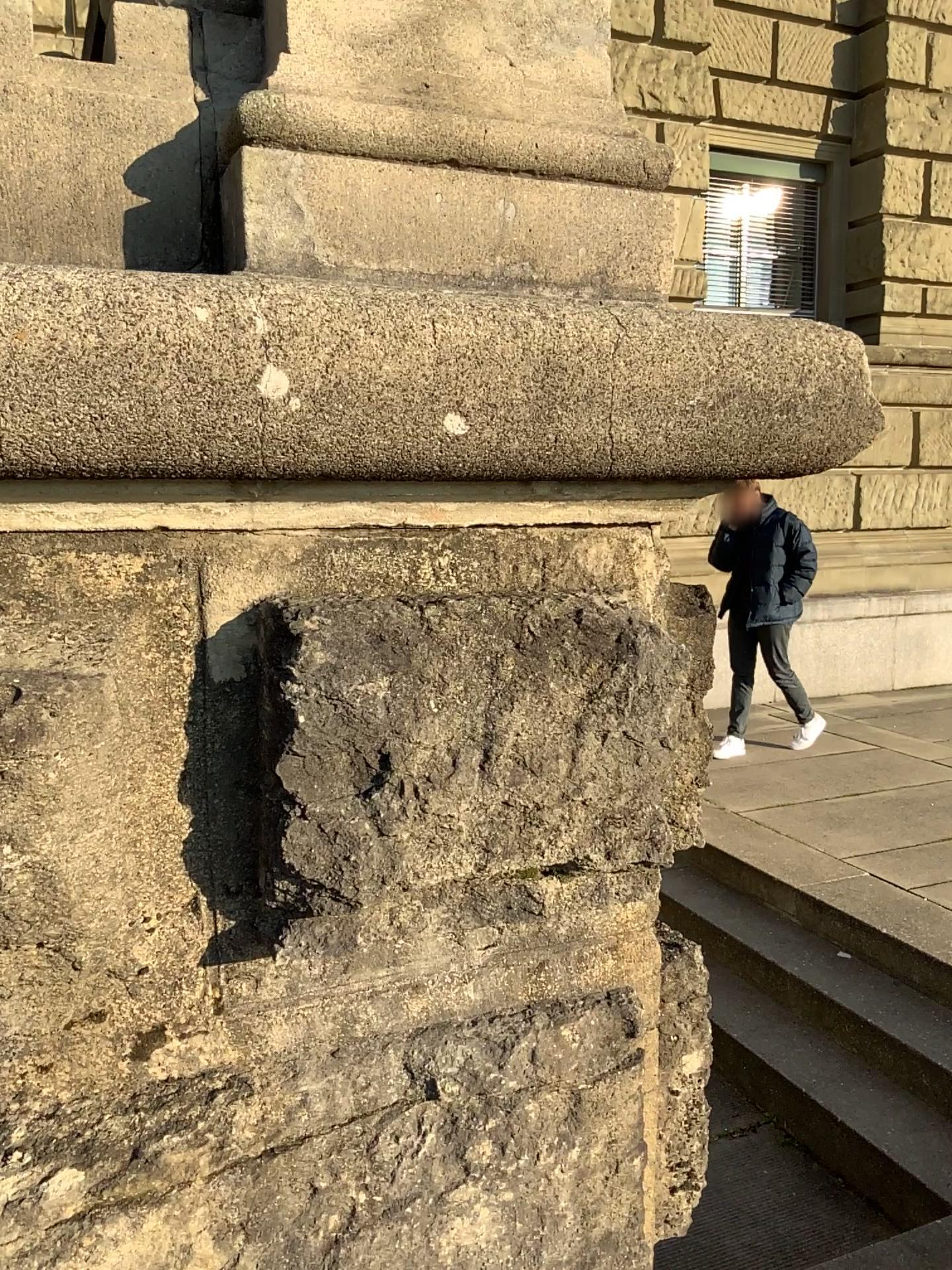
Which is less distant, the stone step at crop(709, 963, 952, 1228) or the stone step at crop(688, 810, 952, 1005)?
the stone step at crop(709, 963, 952, 1228)

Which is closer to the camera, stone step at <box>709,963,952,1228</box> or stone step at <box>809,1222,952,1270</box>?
stone step at <box>809,1222,952,1270</box>

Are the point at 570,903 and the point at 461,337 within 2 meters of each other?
yes

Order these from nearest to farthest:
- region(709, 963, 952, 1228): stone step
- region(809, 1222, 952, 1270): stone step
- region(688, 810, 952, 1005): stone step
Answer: region(809, 1222, 952, 1270): stone step < region(709, 963, 952, 1228): stone step < region(688, 810, 952, 1005): stone step

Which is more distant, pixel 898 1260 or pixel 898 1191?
pixel 898 1191

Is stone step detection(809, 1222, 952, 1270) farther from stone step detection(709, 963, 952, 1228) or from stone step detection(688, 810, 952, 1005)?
stone step detection(688, 810, 952, 1005)

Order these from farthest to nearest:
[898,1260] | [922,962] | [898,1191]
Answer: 1. [922,962]
2. [898,1191]
3. [898,1260]

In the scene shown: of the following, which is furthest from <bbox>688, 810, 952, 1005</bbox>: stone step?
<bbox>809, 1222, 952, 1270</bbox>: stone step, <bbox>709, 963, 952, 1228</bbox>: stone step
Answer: <bbox>809, 1222, 952, 1270</bbox>: stone step

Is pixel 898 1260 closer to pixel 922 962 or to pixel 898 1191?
pixel 898 1191
